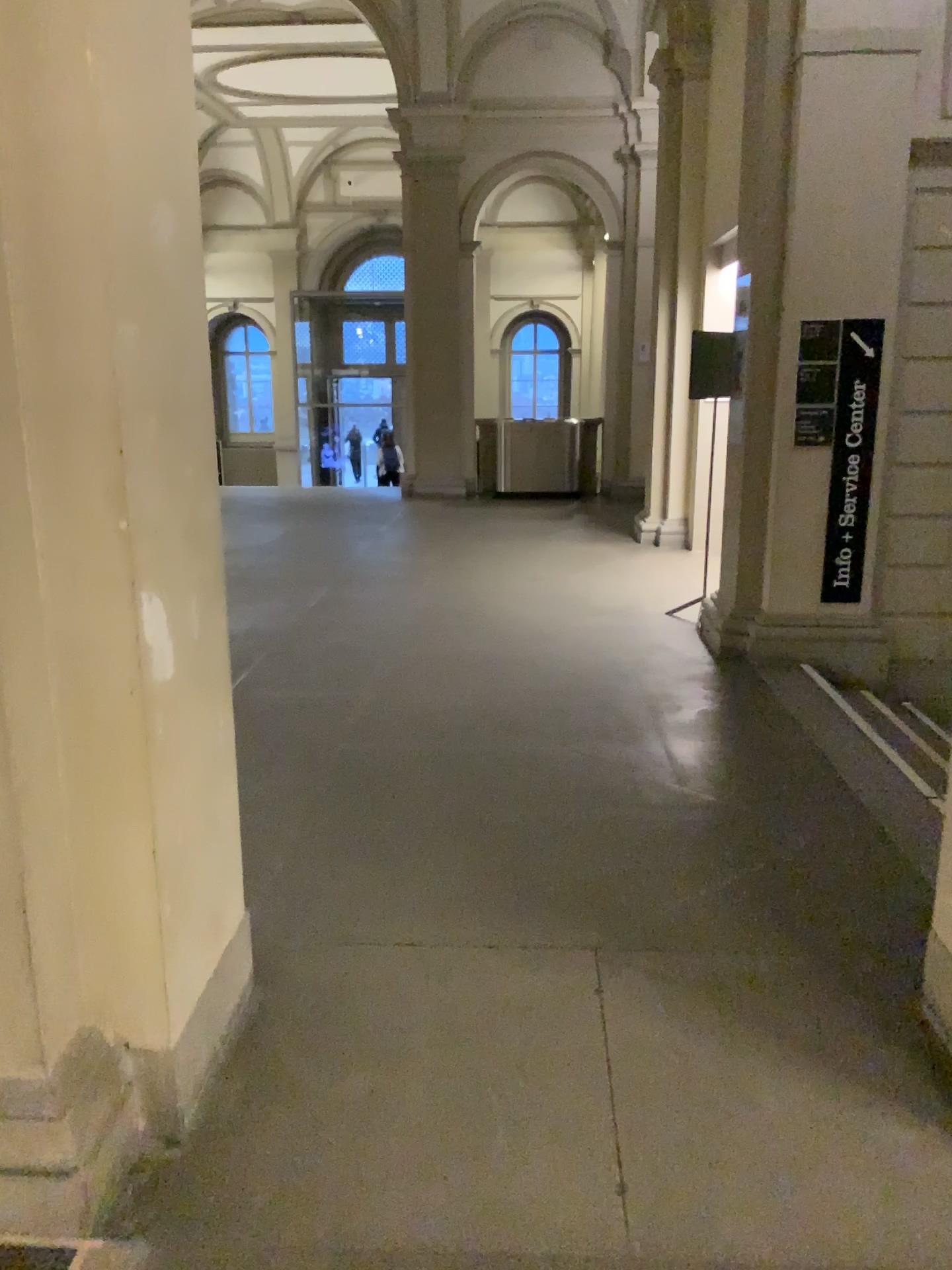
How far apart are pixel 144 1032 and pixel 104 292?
1.5m
